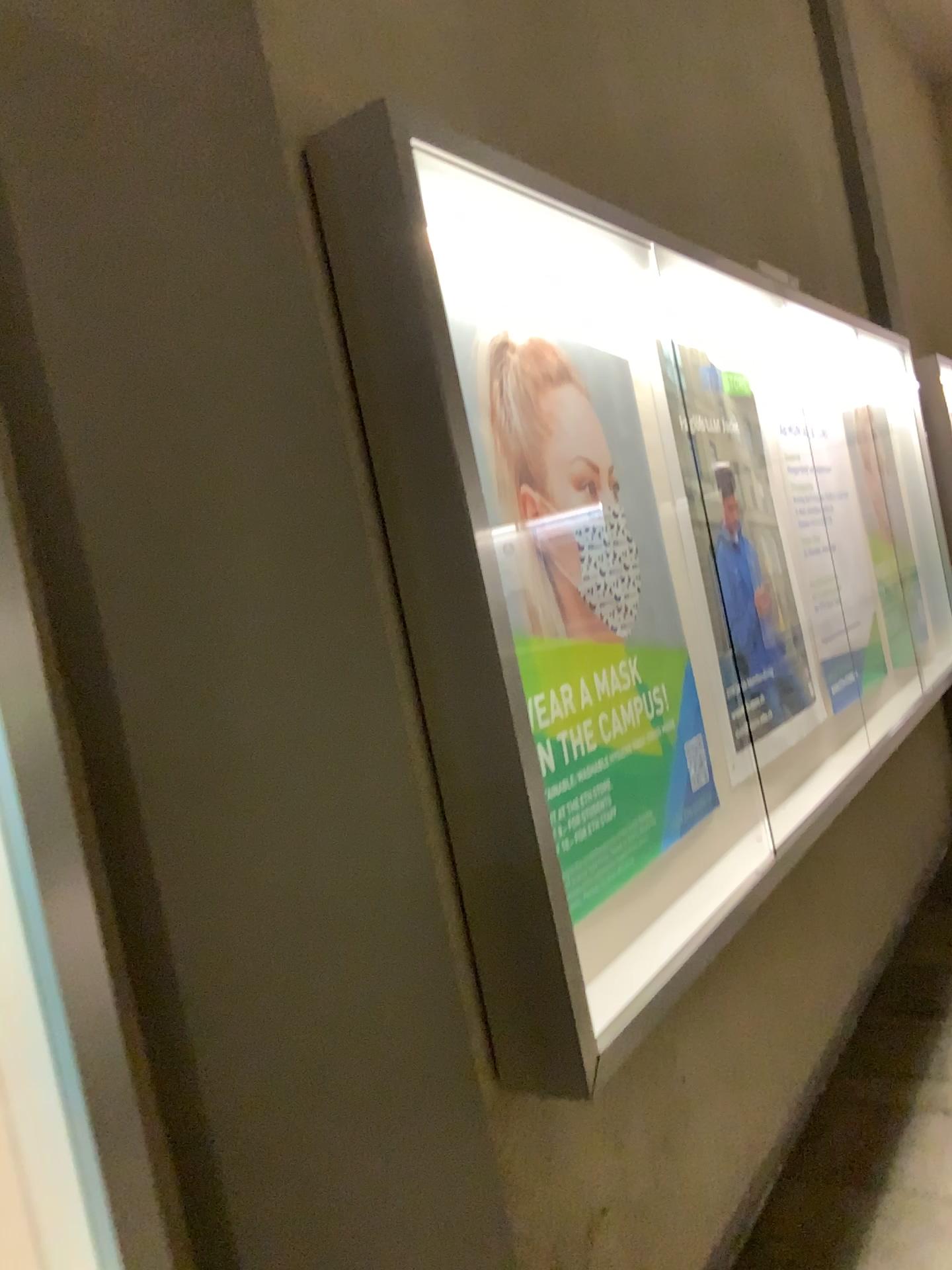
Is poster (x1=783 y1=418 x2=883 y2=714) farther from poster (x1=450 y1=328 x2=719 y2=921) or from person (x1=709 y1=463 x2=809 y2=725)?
poster (x1=450 y1=328 x2=719 y2=921)

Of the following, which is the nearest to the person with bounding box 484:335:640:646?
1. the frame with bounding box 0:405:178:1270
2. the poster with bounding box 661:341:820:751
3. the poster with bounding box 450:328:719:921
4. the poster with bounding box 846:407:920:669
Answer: the poster with bounding box 450:328:719:921

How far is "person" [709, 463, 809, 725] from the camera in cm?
271

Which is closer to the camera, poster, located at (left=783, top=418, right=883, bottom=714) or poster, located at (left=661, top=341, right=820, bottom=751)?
poster, located at (left=661, top=341, right=820, bottom=751)

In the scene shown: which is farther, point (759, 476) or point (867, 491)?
point (867, 491)

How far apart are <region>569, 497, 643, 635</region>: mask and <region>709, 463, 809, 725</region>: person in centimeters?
48cm

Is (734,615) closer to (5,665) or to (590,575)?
(590,575)

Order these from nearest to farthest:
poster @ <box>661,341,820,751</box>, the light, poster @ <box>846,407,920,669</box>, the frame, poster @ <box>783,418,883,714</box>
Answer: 1. the frame
2. the light
3. poster @ <box>661,341,820,751</box>
4. poster @ <box>783,418,883,714</box>
5. poster @ <box>846,407,920,669</box>

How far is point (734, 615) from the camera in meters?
2.7

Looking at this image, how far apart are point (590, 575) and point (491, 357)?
0.5 meters
